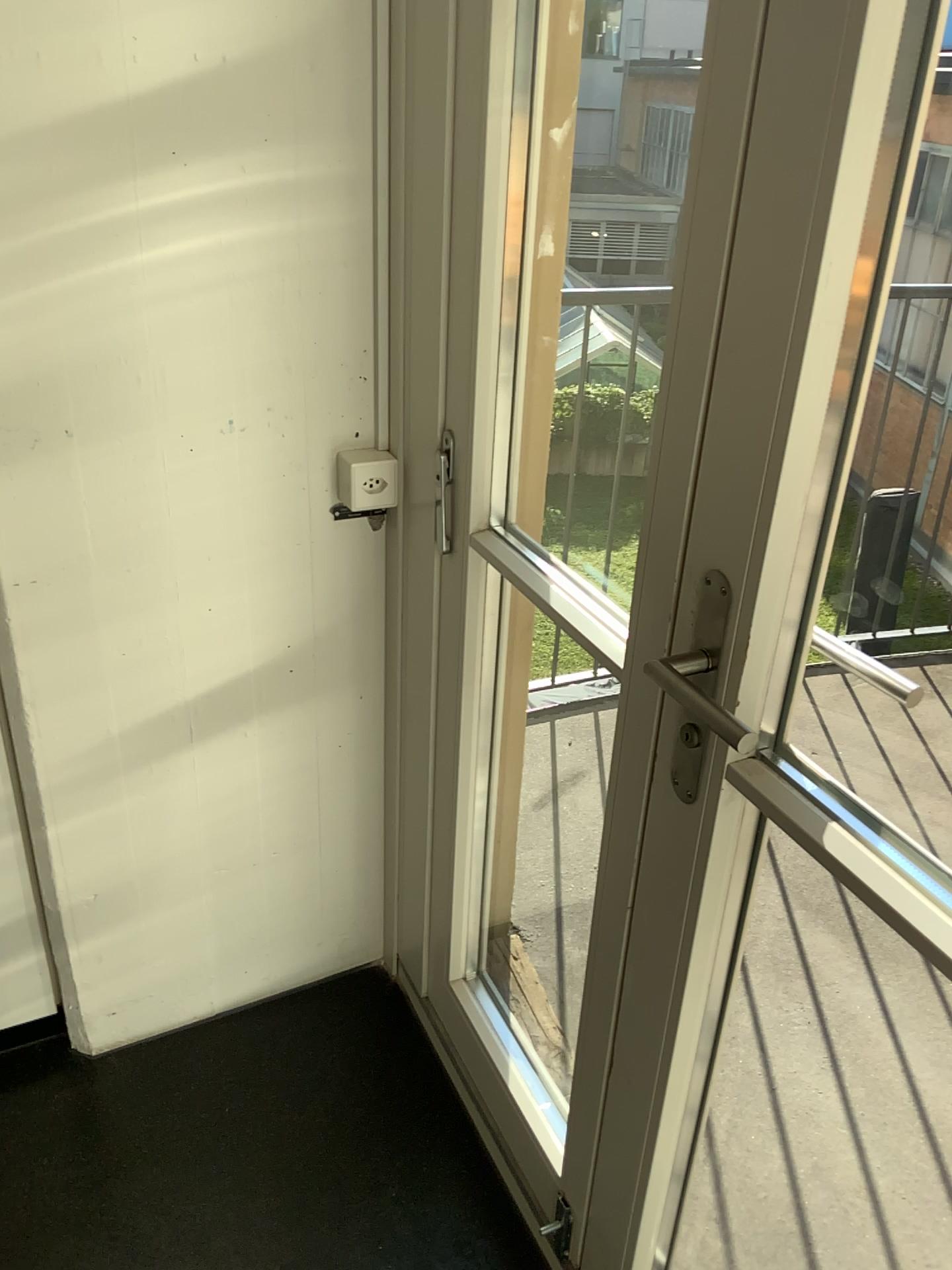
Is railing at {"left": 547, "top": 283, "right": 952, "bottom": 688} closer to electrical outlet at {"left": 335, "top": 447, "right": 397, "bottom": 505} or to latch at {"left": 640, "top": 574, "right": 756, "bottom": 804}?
electrical outlet at {"left": 335, "top": 447, "right": 397, "bottom": 505}

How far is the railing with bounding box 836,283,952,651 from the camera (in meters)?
1.93

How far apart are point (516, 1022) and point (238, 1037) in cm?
51

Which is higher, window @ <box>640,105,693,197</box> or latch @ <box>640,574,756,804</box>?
window @ <box>640,105,693,197</box>

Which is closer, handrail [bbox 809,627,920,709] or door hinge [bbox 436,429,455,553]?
door hinge [bbox 436,429,455,553]

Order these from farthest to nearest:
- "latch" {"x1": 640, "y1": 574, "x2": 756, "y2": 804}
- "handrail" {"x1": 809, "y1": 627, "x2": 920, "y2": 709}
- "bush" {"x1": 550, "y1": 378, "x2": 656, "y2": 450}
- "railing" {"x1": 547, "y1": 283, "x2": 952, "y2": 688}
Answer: "handrail" {"x1": 809, "y1": 627, "x2": 920, "y2": 709} → "railing" {"x1": 547, "y1": 283, "x2": 952, "y2": 688} → "bush" {"x1": 550, "y1": 378, "x2": 656, "y2": 450} → "latch" {"x1": 640, "y1": 574, "x2": 756, "y2": 804}

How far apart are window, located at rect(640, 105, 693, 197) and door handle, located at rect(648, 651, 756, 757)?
0.9m

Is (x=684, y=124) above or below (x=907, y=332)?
above

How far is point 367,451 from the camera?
1.5m

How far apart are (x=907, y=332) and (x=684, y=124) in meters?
0.7
